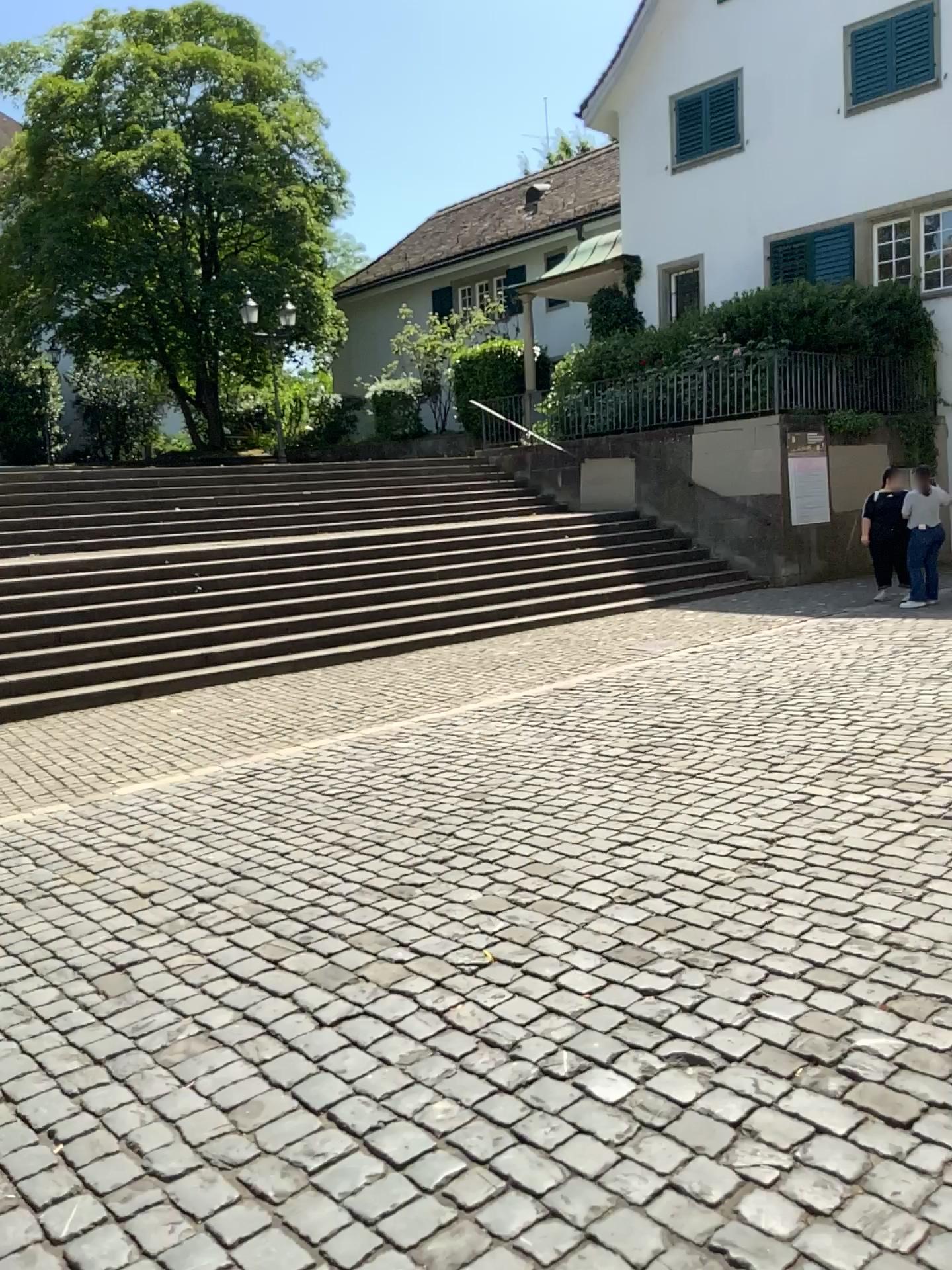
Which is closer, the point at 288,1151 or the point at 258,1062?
the point at 288,1151
